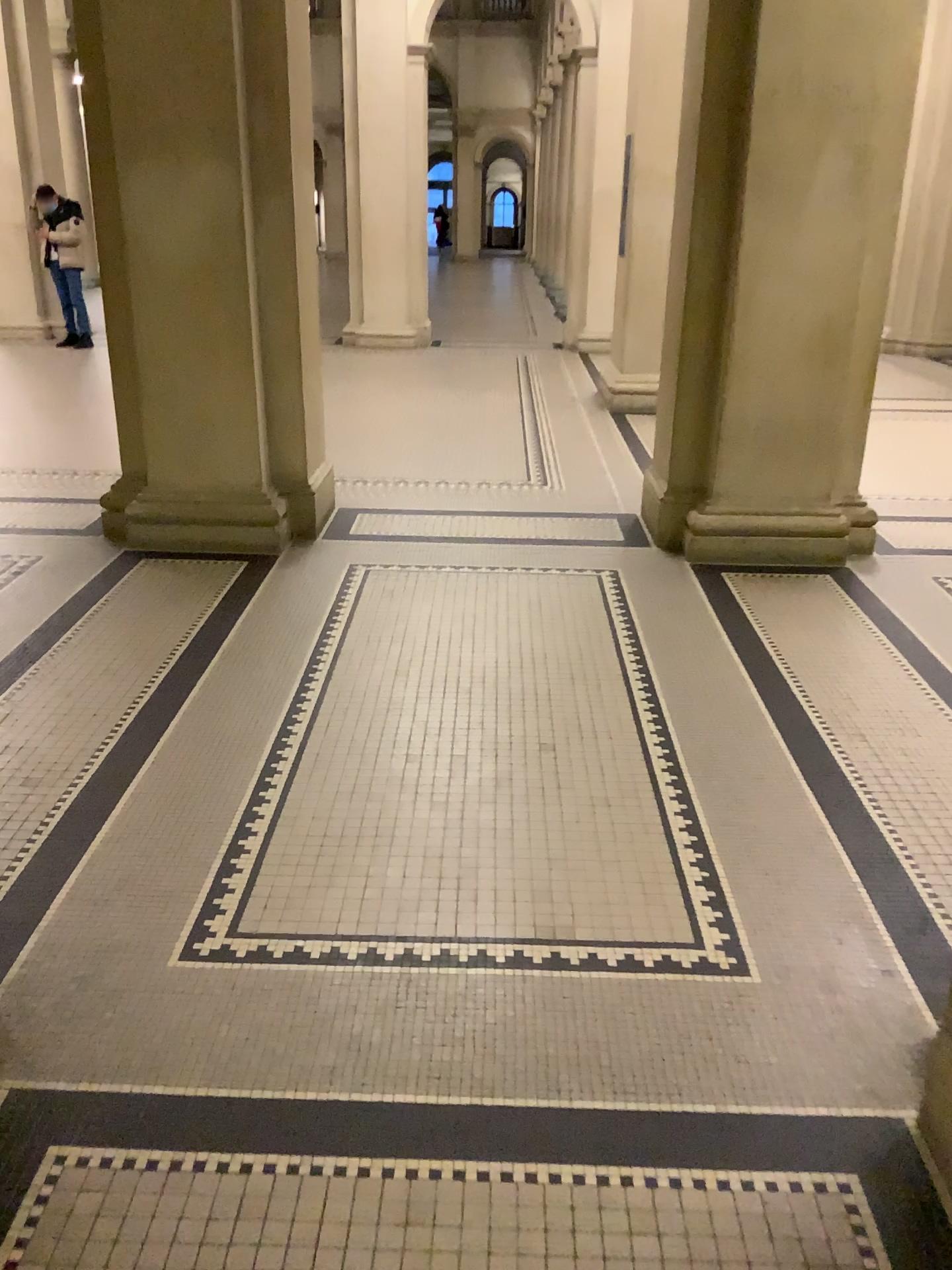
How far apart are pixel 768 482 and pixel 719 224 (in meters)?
1.16
